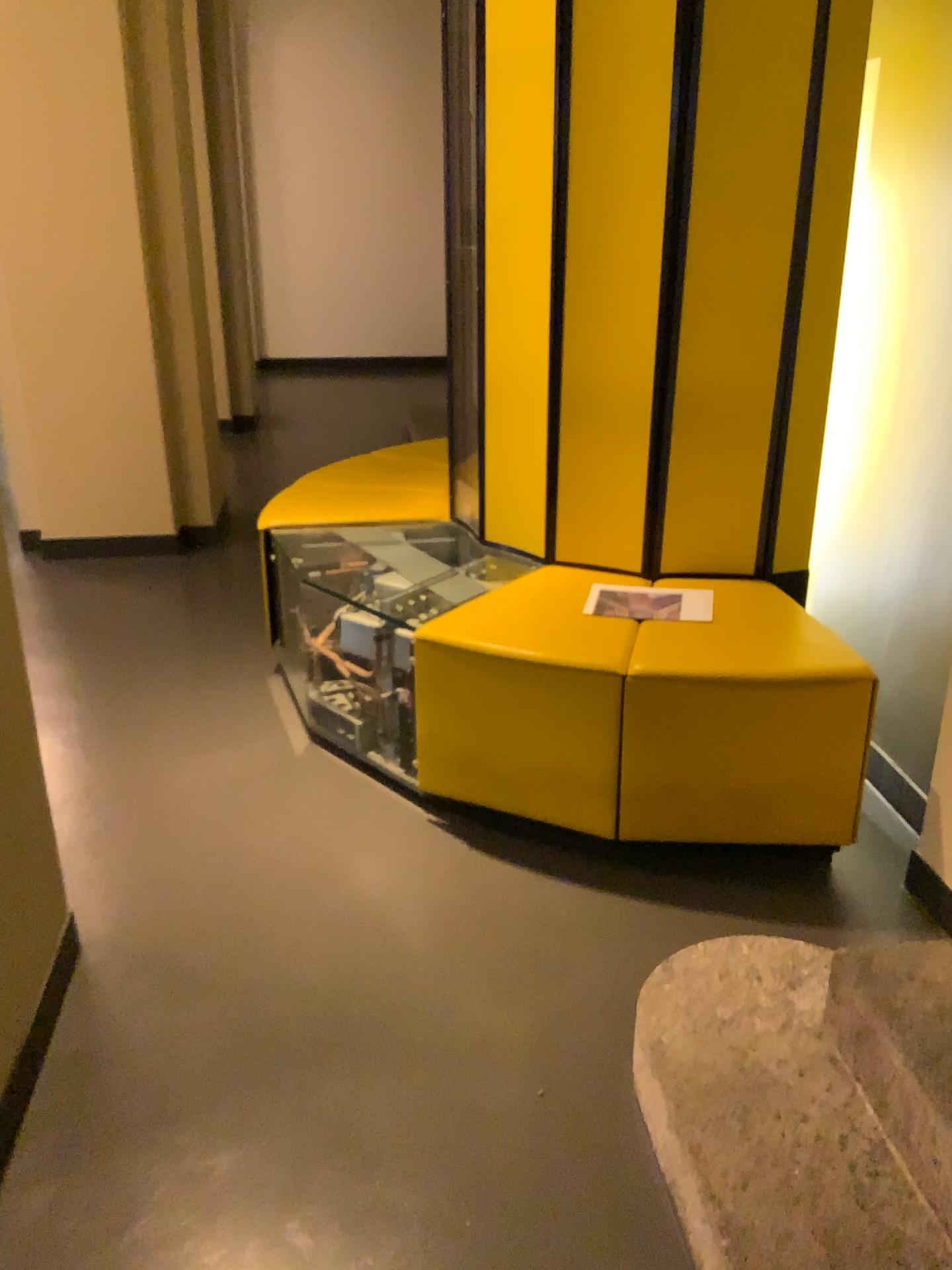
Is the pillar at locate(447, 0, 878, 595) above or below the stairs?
Result: above

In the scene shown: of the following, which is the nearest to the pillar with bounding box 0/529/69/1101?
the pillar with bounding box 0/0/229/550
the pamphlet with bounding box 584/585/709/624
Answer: the pamphlet with bounding box 584/585/709/624

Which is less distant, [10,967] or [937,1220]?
[937,1220]

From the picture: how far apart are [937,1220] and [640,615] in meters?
1.4

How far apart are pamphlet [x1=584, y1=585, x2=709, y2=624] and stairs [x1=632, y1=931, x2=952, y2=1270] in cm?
85

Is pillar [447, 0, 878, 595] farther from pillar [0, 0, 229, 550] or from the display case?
pillar [0, 0, 229, 550]

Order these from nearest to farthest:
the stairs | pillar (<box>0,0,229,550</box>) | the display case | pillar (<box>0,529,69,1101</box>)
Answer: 1. the stairs
2. pillar (<box>0,529,69,1101</box>)
3. the display case
4. pillar (<box>0,0,229,550</box>)

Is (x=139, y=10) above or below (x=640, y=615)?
above

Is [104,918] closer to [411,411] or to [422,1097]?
[422,1097]

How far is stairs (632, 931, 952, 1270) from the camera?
1.4m
